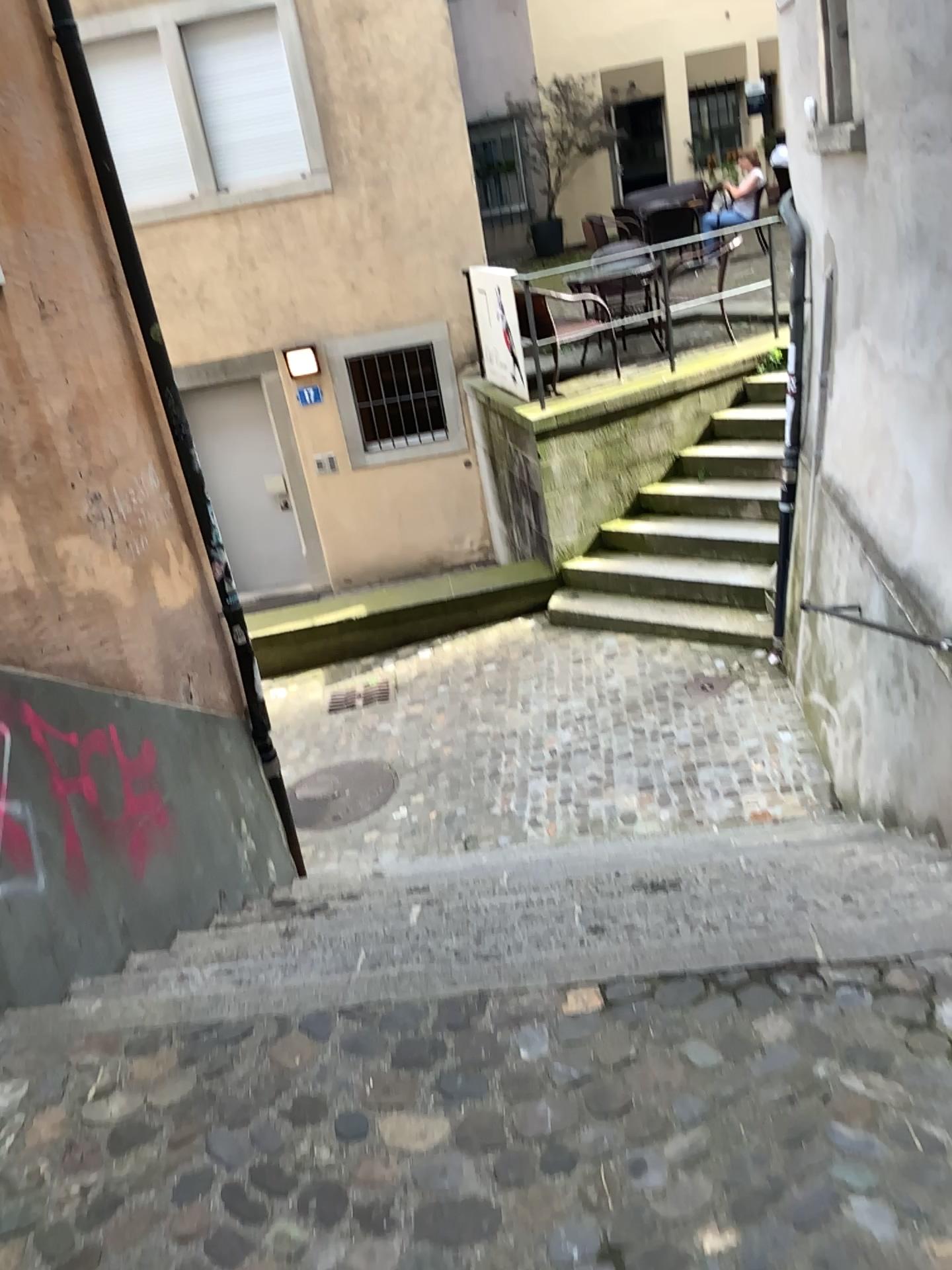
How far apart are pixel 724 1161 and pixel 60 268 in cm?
313
